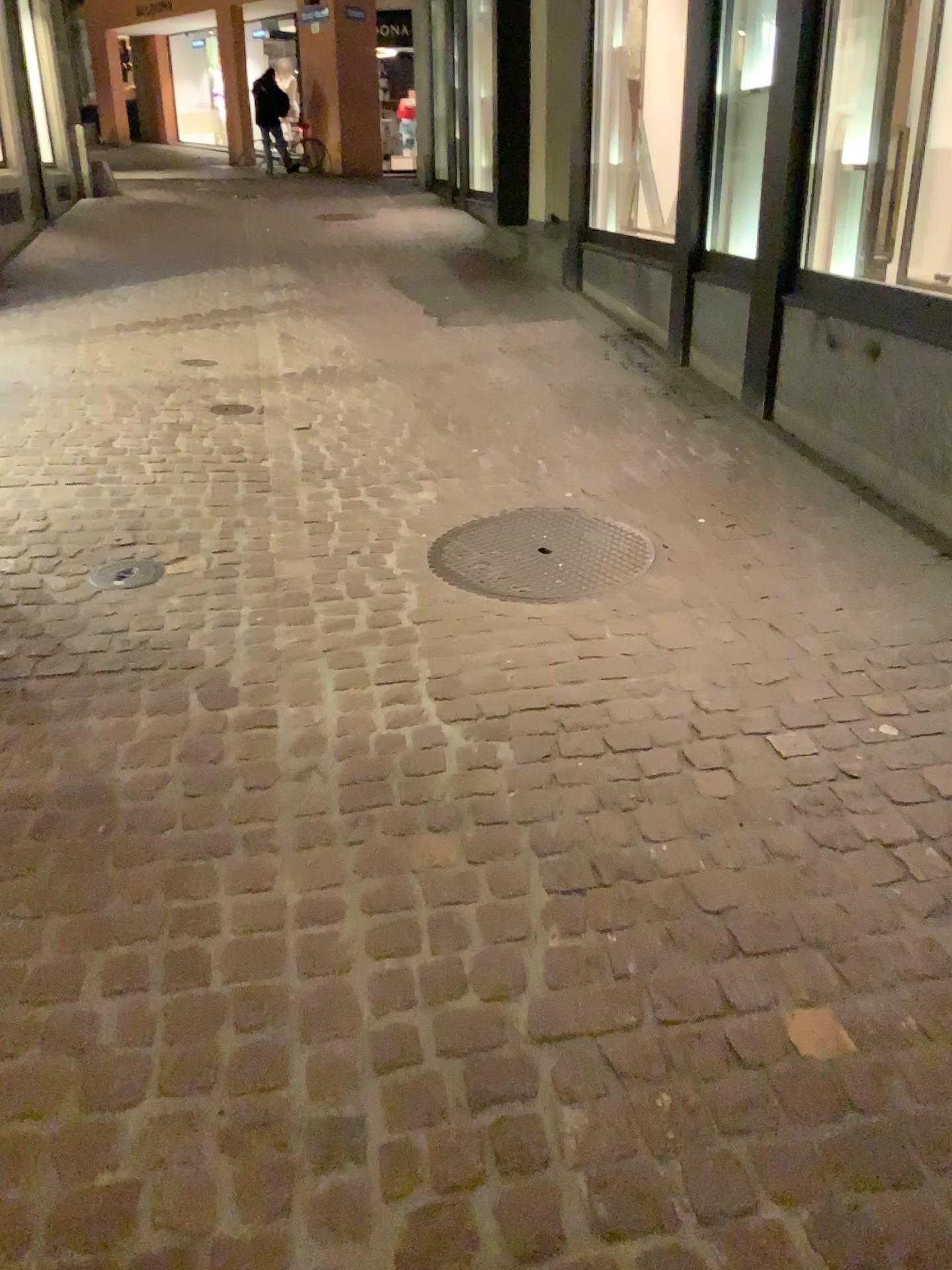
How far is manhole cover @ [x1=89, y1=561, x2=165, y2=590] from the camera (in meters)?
3.07

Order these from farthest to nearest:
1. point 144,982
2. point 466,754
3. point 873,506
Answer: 1. point 873,506
2. point 466,754
3. point 144,982

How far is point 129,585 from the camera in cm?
307
